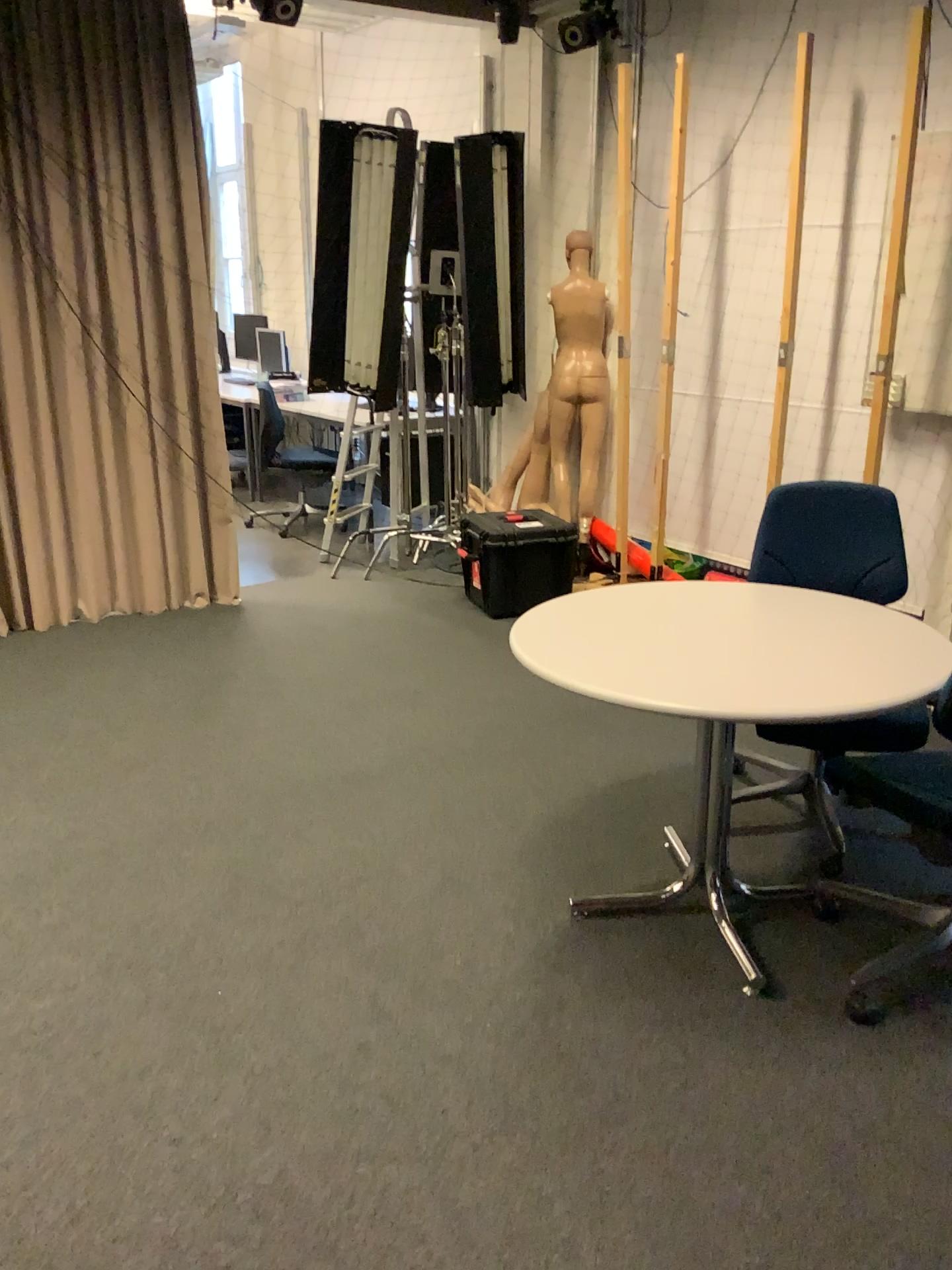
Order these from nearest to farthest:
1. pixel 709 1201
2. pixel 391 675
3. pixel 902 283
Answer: pixel 709 1201
pixel 902 283
pixel 391 675

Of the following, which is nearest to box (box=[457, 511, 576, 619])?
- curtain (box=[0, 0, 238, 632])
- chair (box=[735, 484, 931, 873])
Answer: curtain (box=[0, 0, 238, 632])

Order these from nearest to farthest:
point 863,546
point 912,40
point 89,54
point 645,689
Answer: point 645,689 → point 863,546 → point 912,40 → point 89,54

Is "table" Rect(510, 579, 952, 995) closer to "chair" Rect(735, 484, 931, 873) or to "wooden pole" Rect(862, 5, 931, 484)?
"chair" Rect(735, 484, 931, 873)

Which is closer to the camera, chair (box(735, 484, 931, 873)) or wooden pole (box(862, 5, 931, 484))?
chair (box(735, 484, 931, 873))

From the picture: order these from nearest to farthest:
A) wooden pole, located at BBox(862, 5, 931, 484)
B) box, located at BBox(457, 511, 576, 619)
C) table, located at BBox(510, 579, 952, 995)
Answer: table, located at BBox(510, 579, 952, 995) → wooden pole, located at BBox(862, 5, 931, 484) → box, located at BBox(457, 511, 576, 619)

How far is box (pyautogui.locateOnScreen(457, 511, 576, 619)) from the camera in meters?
4.8 m

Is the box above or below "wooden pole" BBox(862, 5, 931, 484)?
below

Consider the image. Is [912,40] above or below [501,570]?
A: above

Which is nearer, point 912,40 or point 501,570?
point 912,40
